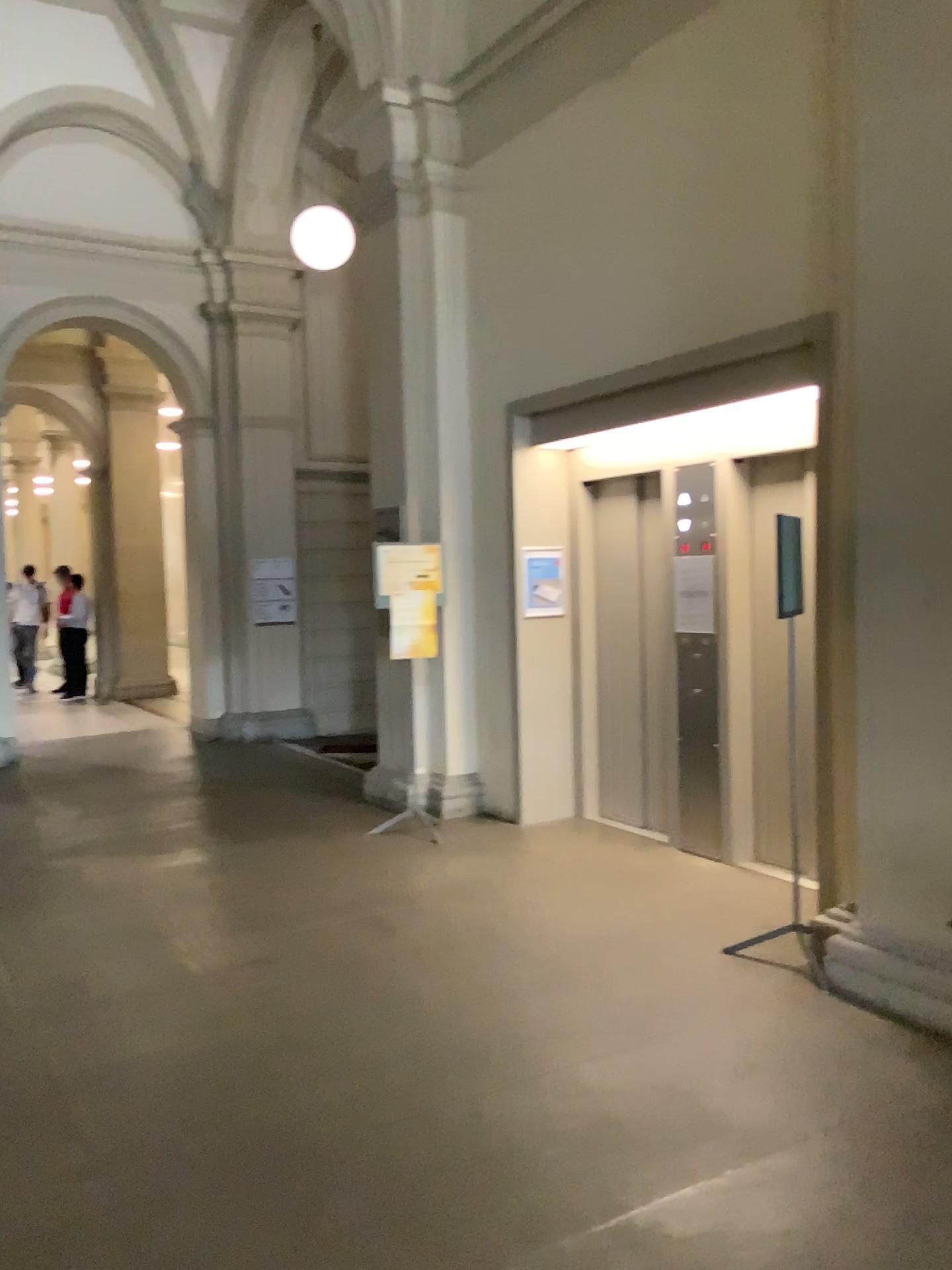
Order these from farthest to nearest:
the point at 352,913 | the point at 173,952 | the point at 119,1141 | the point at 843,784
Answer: the point at 352,913, the point at 173,952, the point at 843,784, the point at 119,1141
